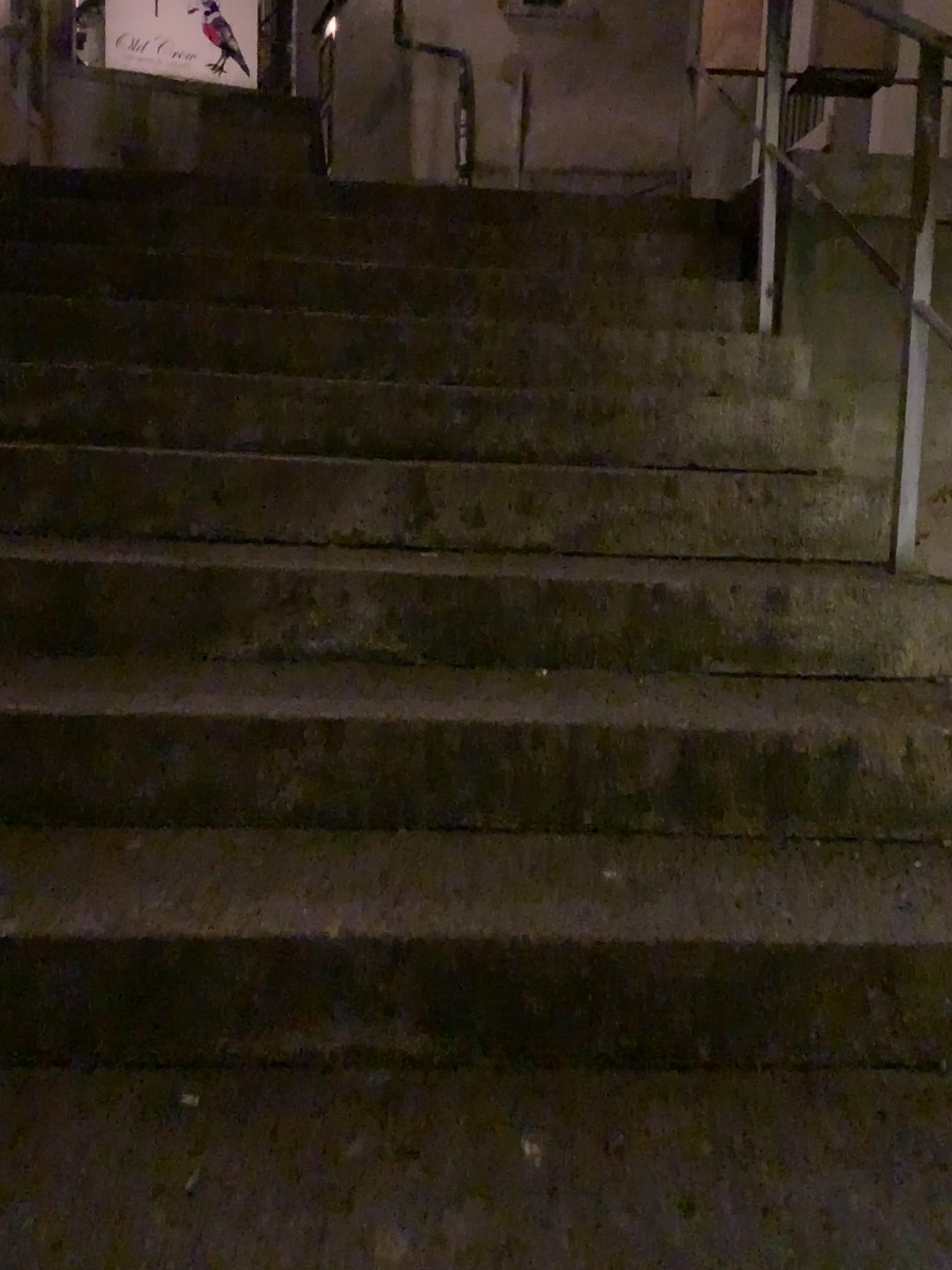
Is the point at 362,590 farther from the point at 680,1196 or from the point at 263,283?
the point at 263,283
